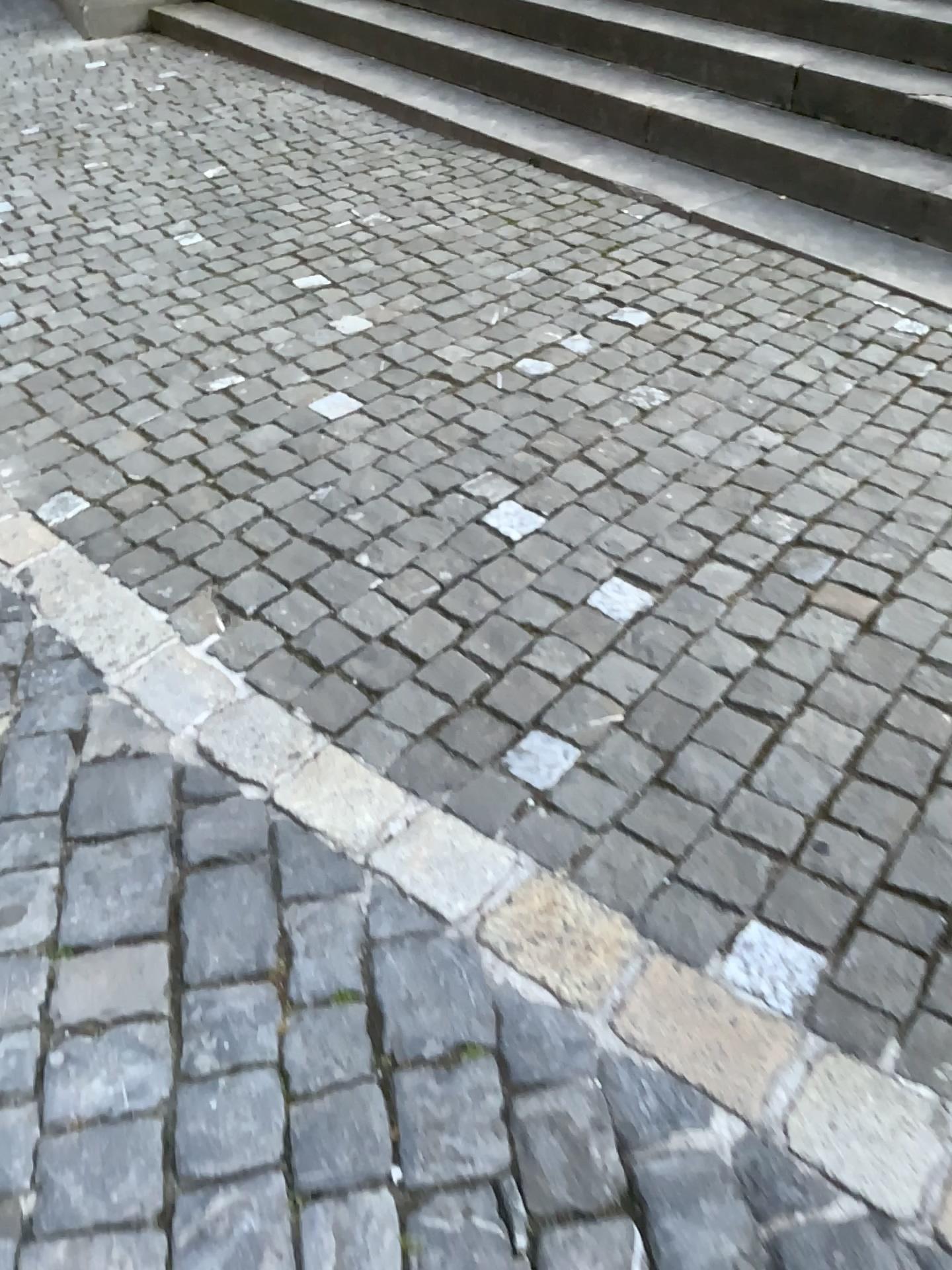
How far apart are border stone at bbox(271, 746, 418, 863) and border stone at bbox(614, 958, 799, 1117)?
0.4 meters

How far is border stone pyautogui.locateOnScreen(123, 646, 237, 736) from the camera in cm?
184

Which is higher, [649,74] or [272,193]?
[649,74]

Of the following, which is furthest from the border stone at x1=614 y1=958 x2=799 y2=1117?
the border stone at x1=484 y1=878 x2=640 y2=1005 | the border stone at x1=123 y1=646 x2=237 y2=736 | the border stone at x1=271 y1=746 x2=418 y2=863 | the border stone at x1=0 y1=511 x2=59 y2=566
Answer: the border stone at x1=0 y1=511 x2=59 y2=566

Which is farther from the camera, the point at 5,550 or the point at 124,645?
the point at 5,550

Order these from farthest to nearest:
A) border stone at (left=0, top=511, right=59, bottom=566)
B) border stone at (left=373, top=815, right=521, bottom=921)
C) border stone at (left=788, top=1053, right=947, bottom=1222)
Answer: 1. border stone at (left=0, top=511, right=59, bottom=566)
2. border stone at (left=373, top=815, right=521, bottom=921)
3. border stone at (left=788, top=1053, right=947, bottom=1222)

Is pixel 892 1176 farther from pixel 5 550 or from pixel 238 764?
pixel 5 550

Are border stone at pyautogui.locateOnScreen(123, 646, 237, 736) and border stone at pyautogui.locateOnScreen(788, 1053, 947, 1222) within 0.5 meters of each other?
no

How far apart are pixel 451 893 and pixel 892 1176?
0.65m

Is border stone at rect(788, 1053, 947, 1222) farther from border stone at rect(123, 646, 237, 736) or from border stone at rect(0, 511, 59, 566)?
border stone at rect(0, 511, 59, 566)
